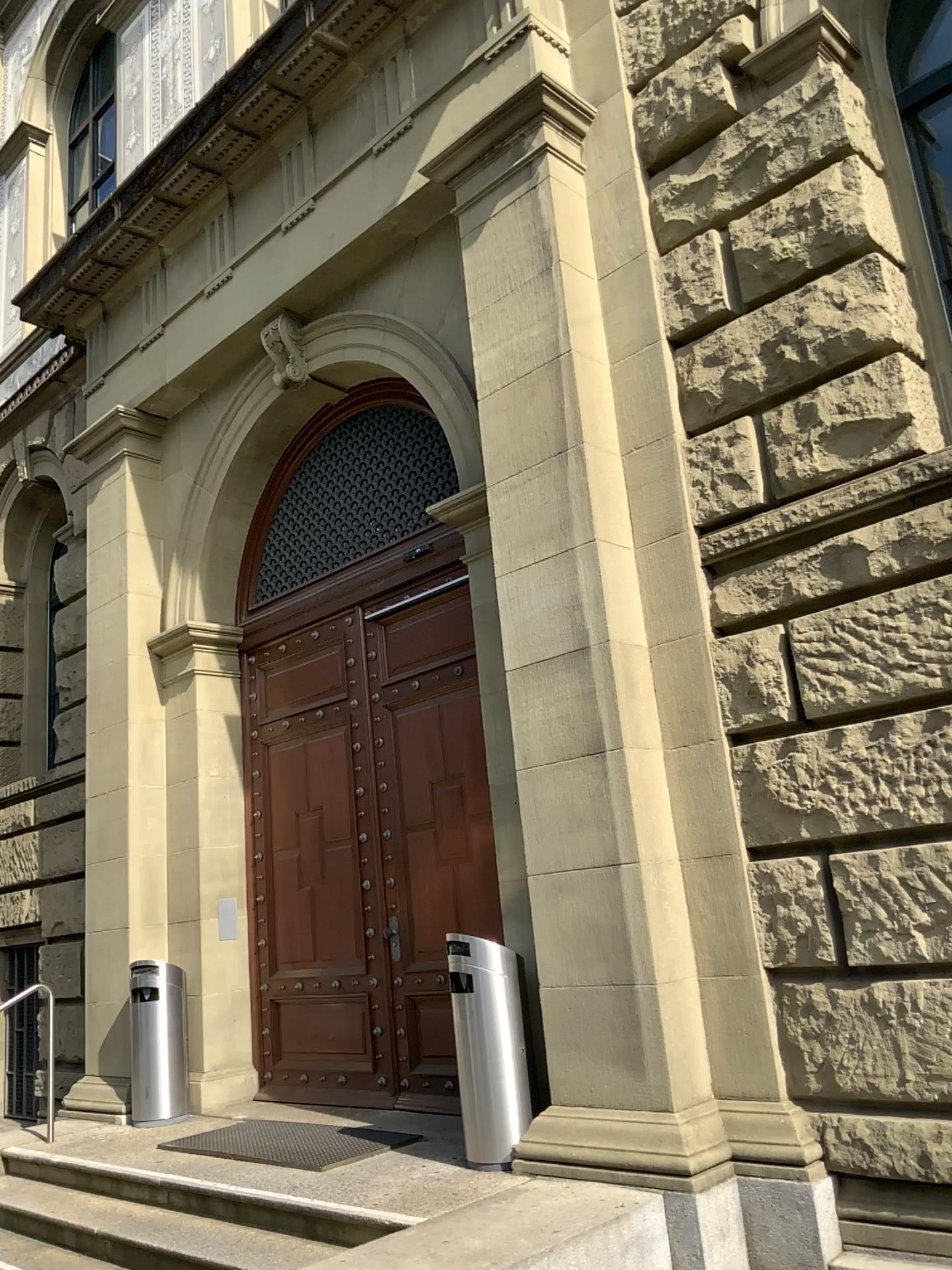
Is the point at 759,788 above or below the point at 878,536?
below
